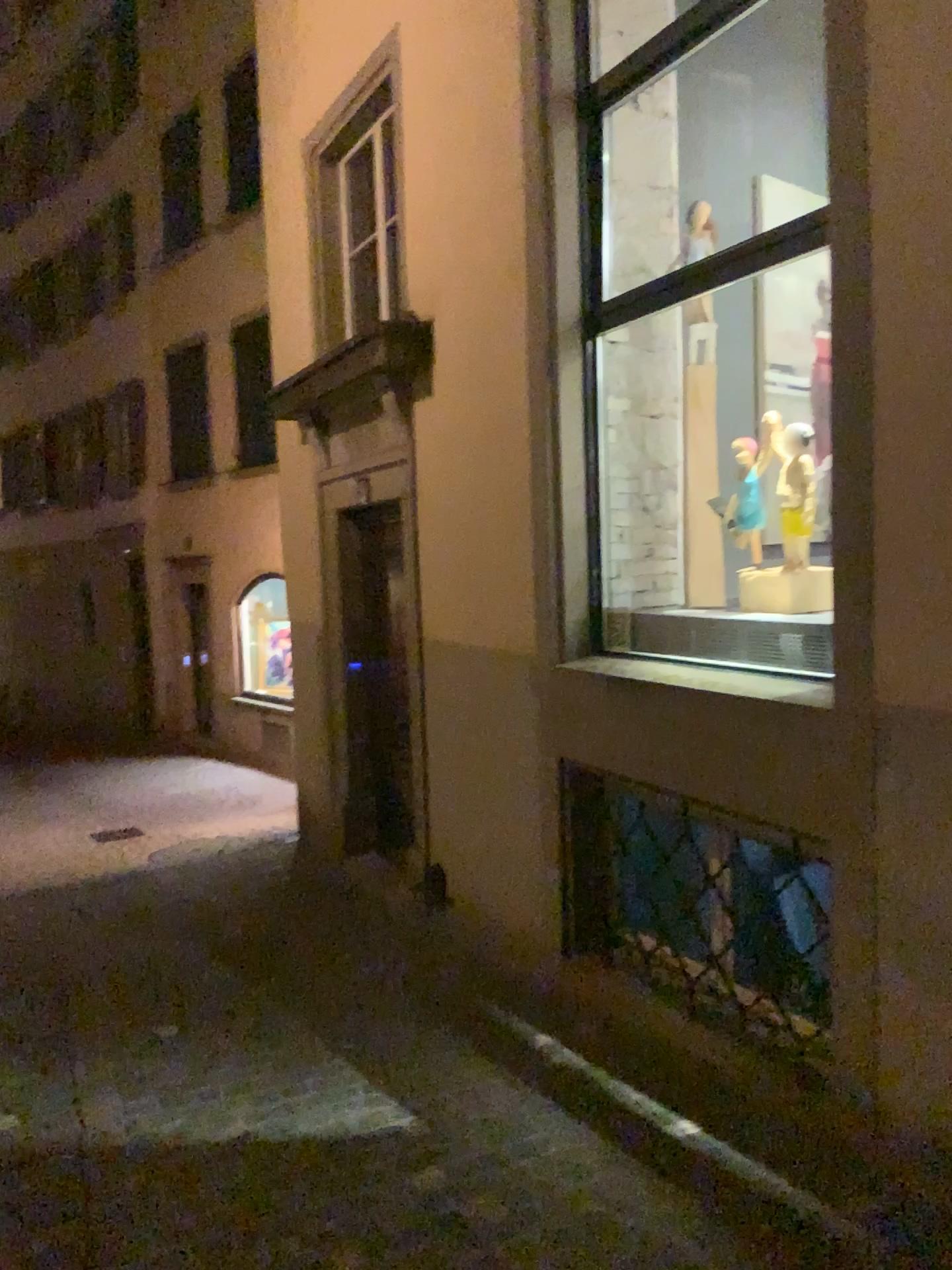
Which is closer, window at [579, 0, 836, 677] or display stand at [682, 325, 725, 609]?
window at [579, 0, 836, 677]

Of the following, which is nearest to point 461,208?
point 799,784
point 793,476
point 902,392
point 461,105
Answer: point 461,105

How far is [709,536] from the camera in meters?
4.5 m

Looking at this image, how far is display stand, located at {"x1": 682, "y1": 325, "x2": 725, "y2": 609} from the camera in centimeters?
449cm

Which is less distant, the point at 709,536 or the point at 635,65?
the point at 635,65

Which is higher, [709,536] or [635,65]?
[635,65]
